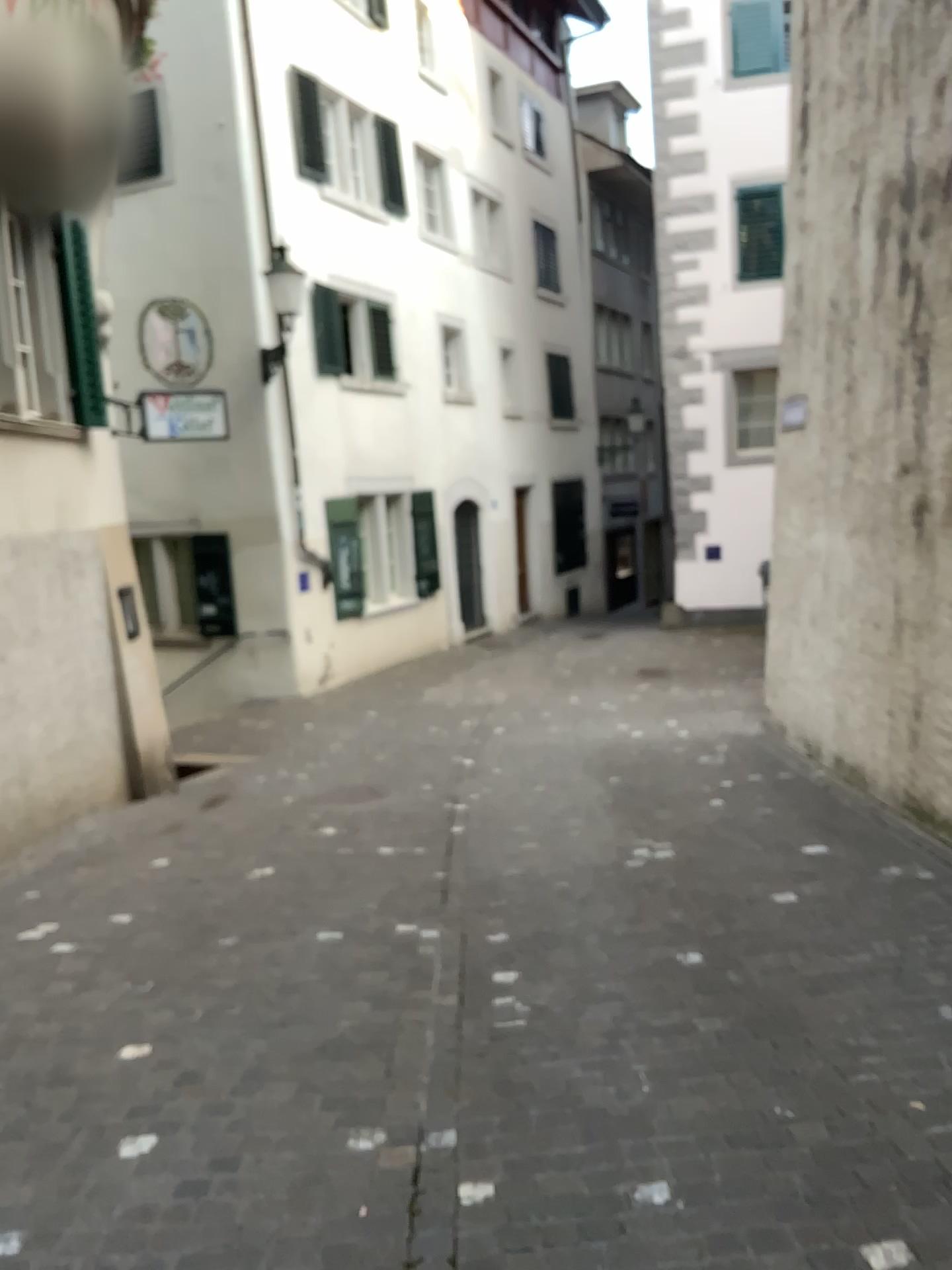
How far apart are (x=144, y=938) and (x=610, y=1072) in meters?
2.4 m
